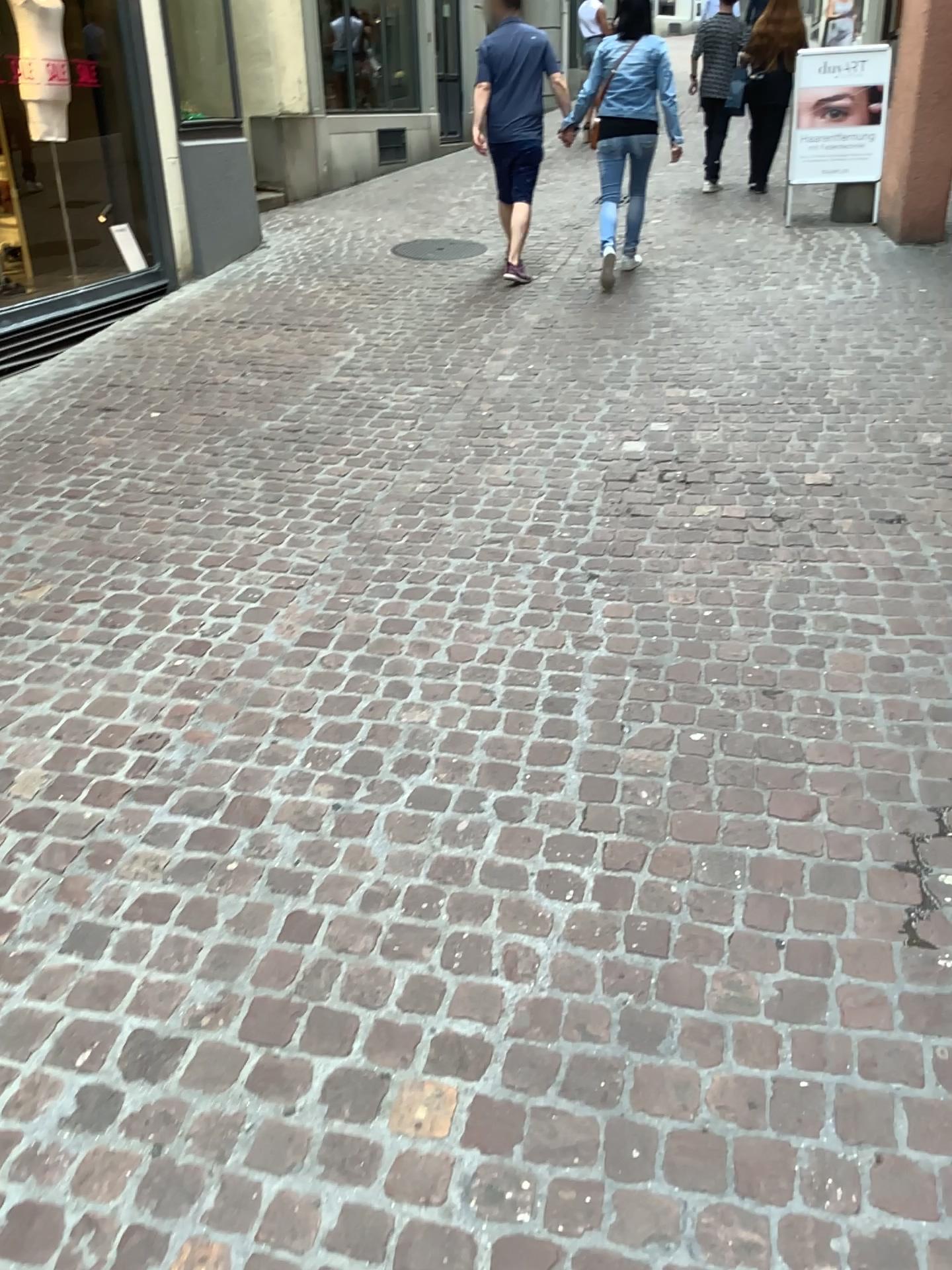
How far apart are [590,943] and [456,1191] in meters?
0.5 m
